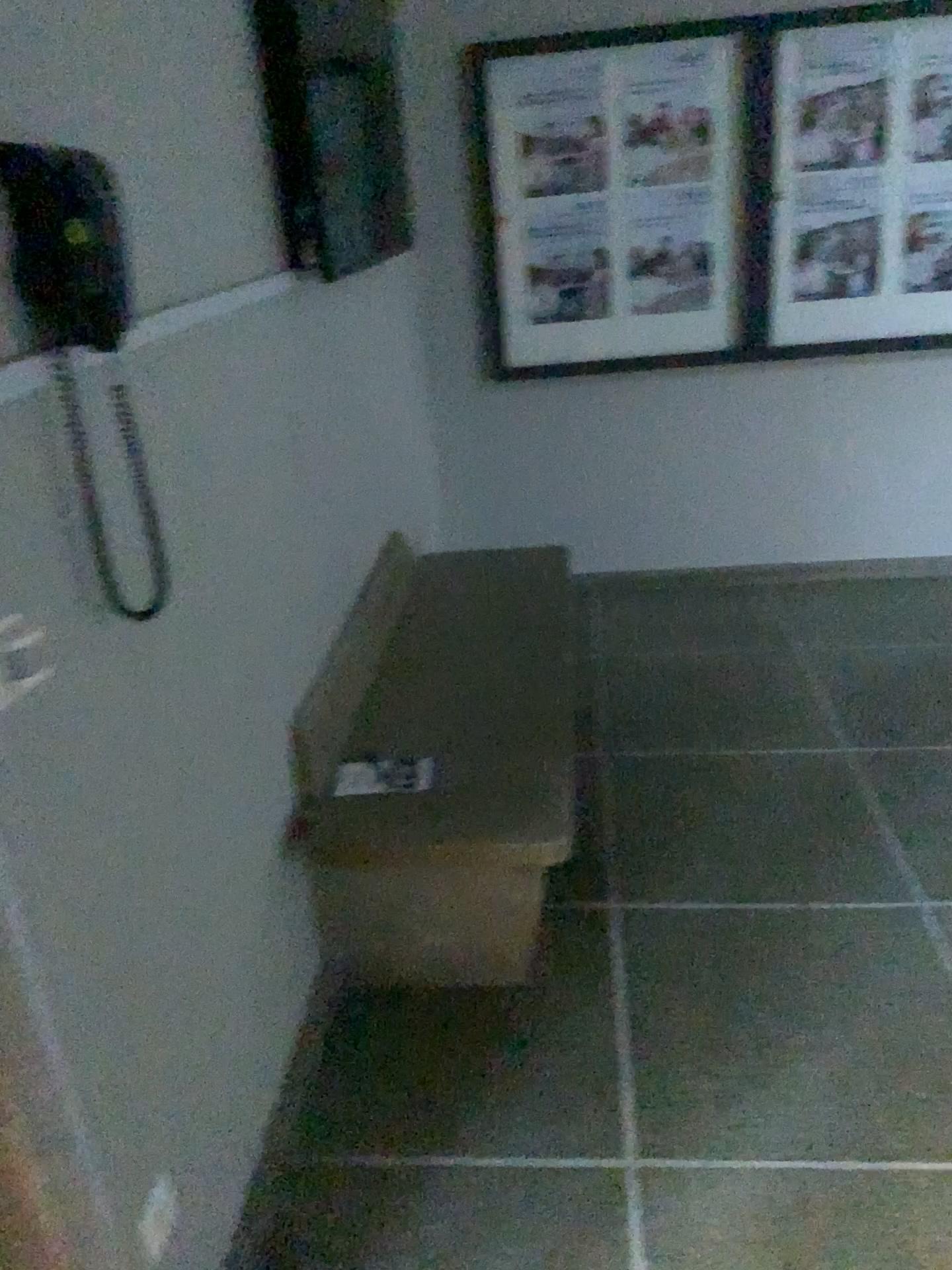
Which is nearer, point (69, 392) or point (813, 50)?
point (69, 392)

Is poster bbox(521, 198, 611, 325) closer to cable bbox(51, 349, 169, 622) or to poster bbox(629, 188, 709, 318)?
poster bbox(629, 188, 709, 318)

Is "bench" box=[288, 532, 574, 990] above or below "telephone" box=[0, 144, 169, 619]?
below

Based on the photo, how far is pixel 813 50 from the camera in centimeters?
356cm

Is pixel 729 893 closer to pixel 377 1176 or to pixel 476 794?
pixel 476 794

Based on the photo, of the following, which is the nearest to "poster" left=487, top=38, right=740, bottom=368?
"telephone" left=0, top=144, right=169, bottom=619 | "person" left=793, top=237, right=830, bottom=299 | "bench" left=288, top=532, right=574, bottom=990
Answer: "person" left=793, top=237, right=830, bottom=299

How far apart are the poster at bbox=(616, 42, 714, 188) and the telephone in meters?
2.8

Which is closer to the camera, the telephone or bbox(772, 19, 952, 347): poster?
the telephone

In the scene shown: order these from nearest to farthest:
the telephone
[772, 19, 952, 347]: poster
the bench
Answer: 1. the telephone
2. the bench
3. [772, 19, 952, 347]: poster

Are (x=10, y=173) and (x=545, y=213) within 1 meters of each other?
no
